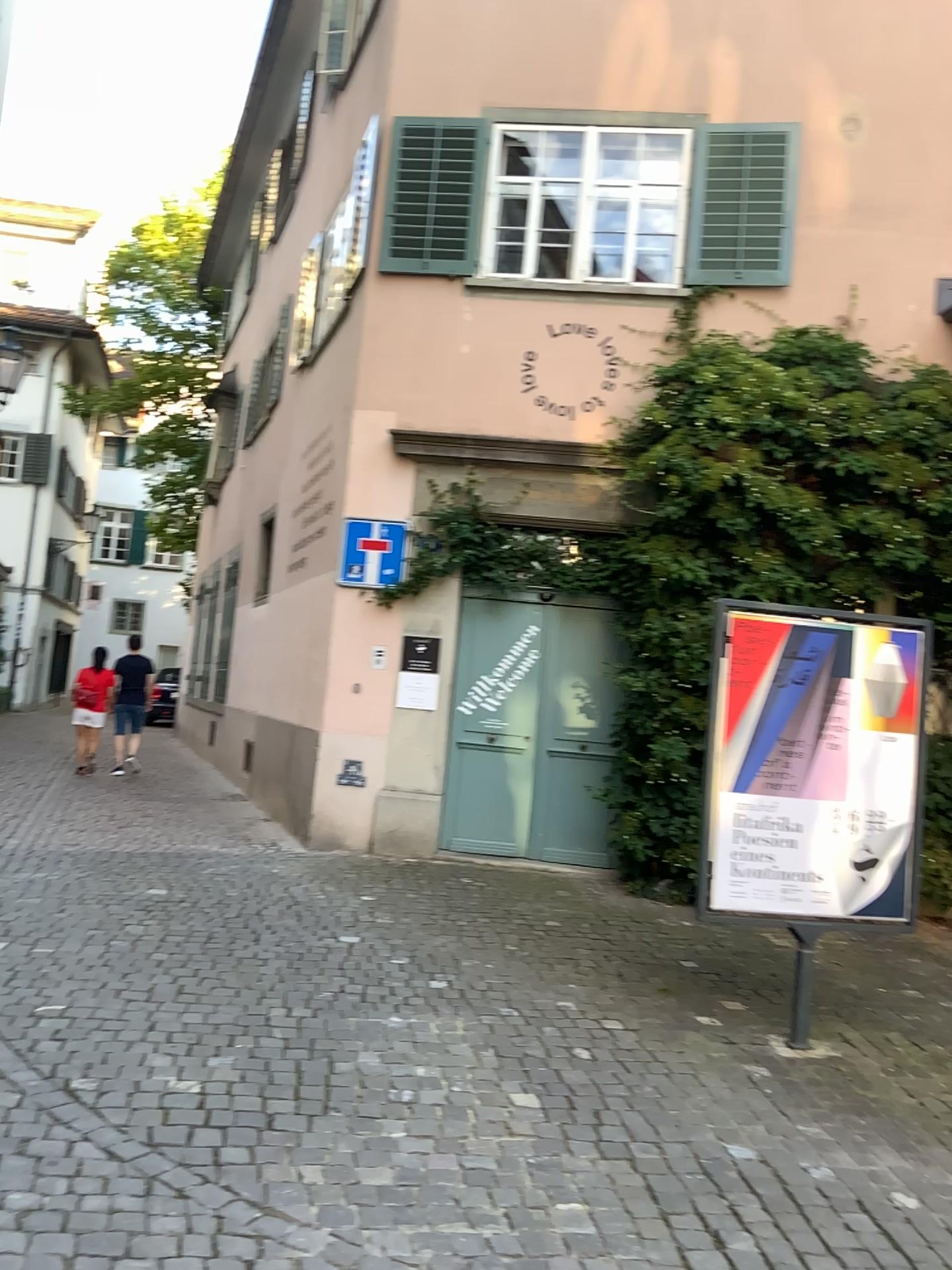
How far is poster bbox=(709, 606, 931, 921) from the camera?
4.6m

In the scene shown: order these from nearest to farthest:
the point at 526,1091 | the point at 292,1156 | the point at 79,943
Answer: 1. the point at 292,1156
2. the point at 526,1091
3. the point at 79,943

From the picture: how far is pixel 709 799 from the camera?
4.65m
